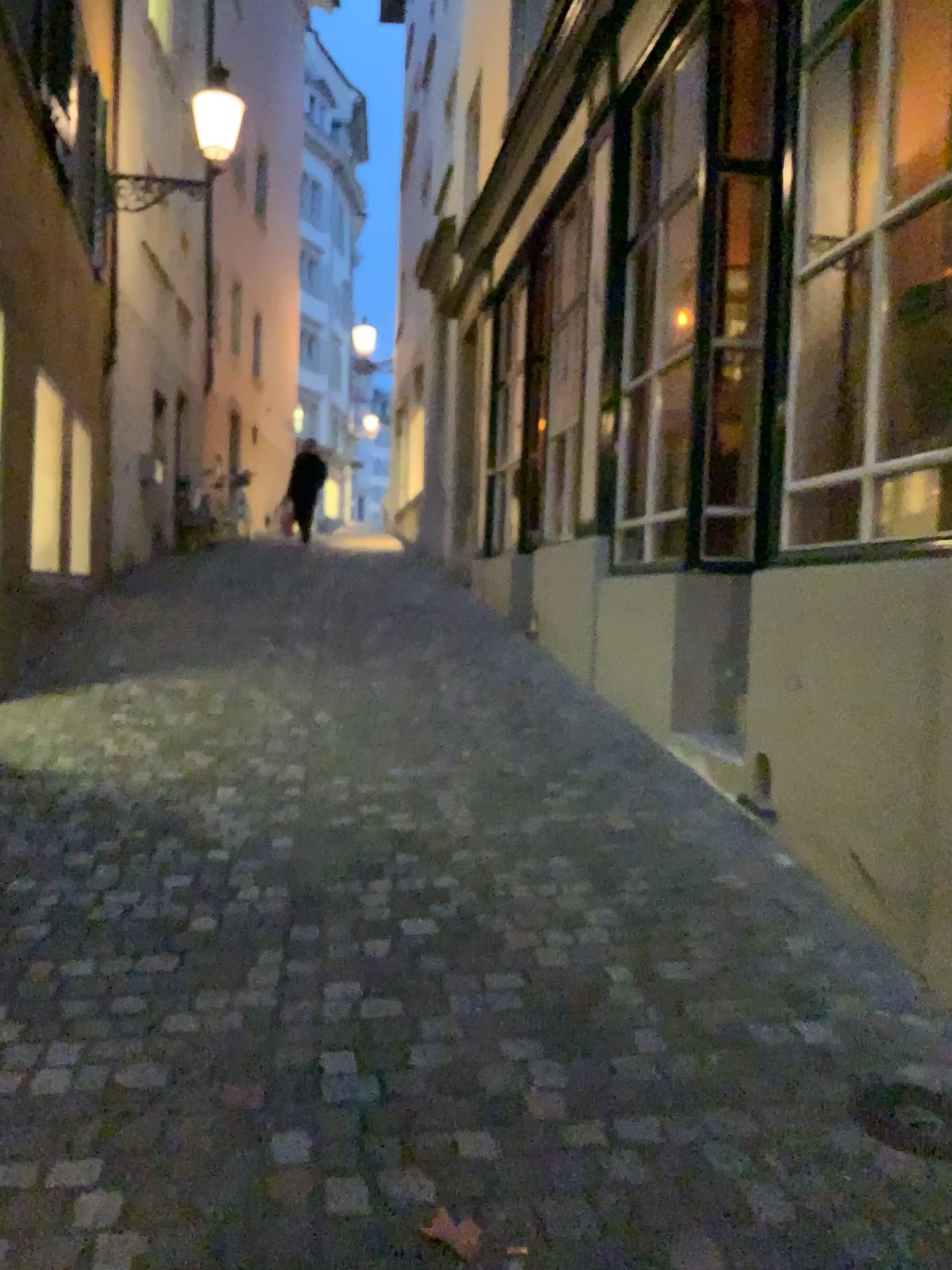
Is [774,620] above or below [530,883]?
above

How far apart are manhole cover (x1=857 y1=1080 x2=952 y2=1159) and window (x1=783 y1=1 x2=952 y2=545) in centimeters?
171cm

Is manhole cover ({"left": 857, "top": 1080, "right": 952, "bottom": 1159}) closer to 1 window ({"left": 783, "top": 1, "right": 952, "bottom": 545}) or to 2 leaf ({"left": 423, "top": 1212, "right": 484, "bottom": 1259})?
2 leaf ({"left": 423, "top": 1212, "right": 484, "bottom": 1259})

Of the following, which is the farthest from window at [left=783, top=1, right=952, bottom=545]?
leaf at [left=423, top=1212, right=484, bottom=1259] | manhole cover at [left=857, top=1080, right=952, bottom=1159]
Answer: leaf at [left=423, top=1212, right=484, bottom=1259]

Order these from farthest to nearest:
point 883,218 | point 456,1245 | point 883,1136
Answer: point 883,218, point 883,1136, point 456,1245

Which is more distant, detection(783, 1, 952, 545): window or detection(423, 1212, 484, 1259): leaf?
detection(783, 1, 952, 545): window

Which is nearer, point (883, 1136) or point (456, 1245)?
point (456, 1245)

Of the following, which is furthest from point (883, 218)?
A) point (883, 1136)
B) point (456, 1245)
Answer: point (456, 1245)

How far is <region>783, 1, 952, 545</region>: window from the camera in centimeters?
348cm

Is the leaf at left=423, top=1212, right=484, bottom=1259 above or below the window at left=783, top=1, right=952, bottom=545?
below
